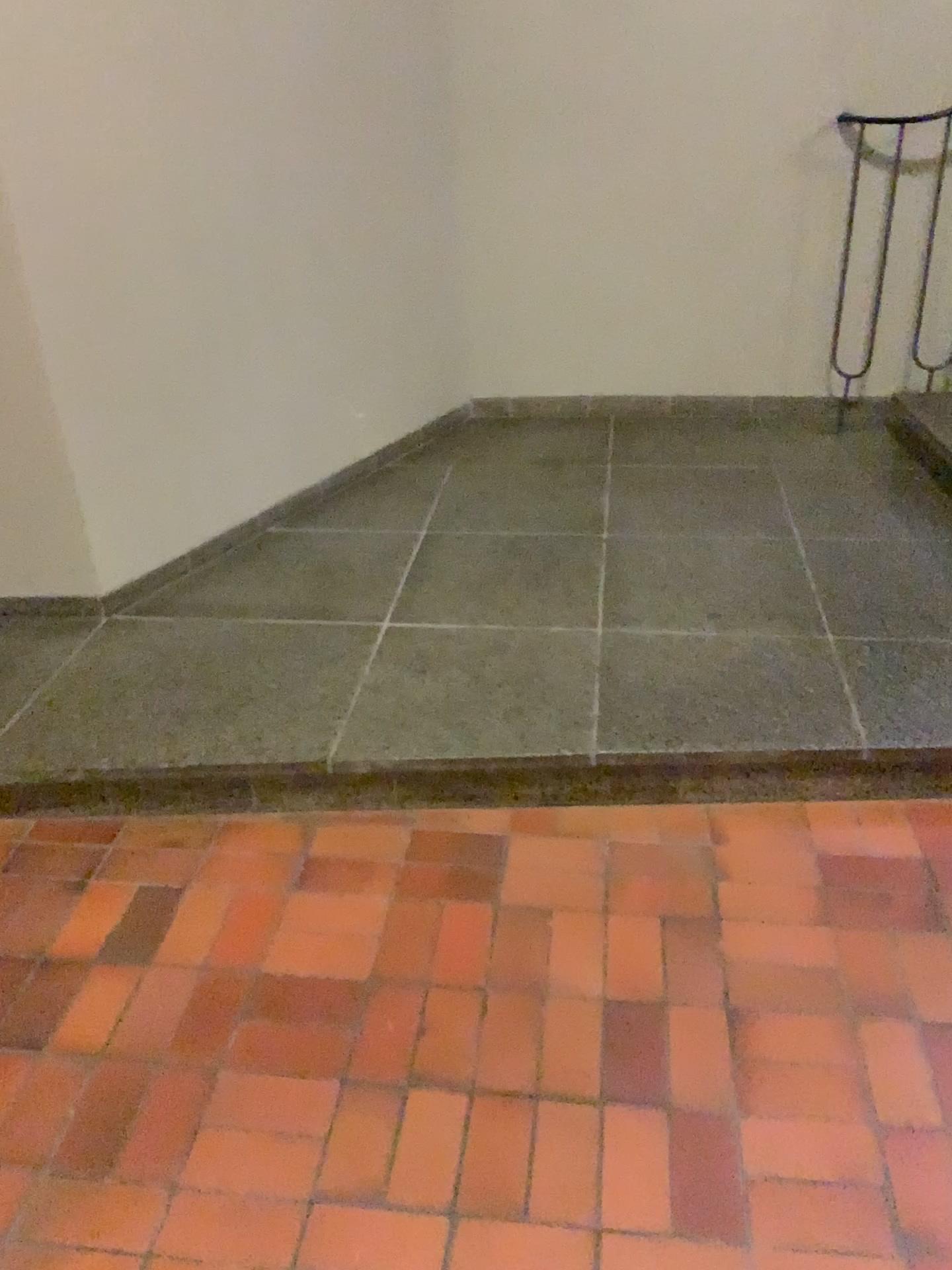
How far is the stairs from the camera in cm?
349

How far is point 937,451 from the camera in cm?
349

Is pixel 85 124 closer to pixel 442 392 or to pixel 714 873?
pixel 442 392
